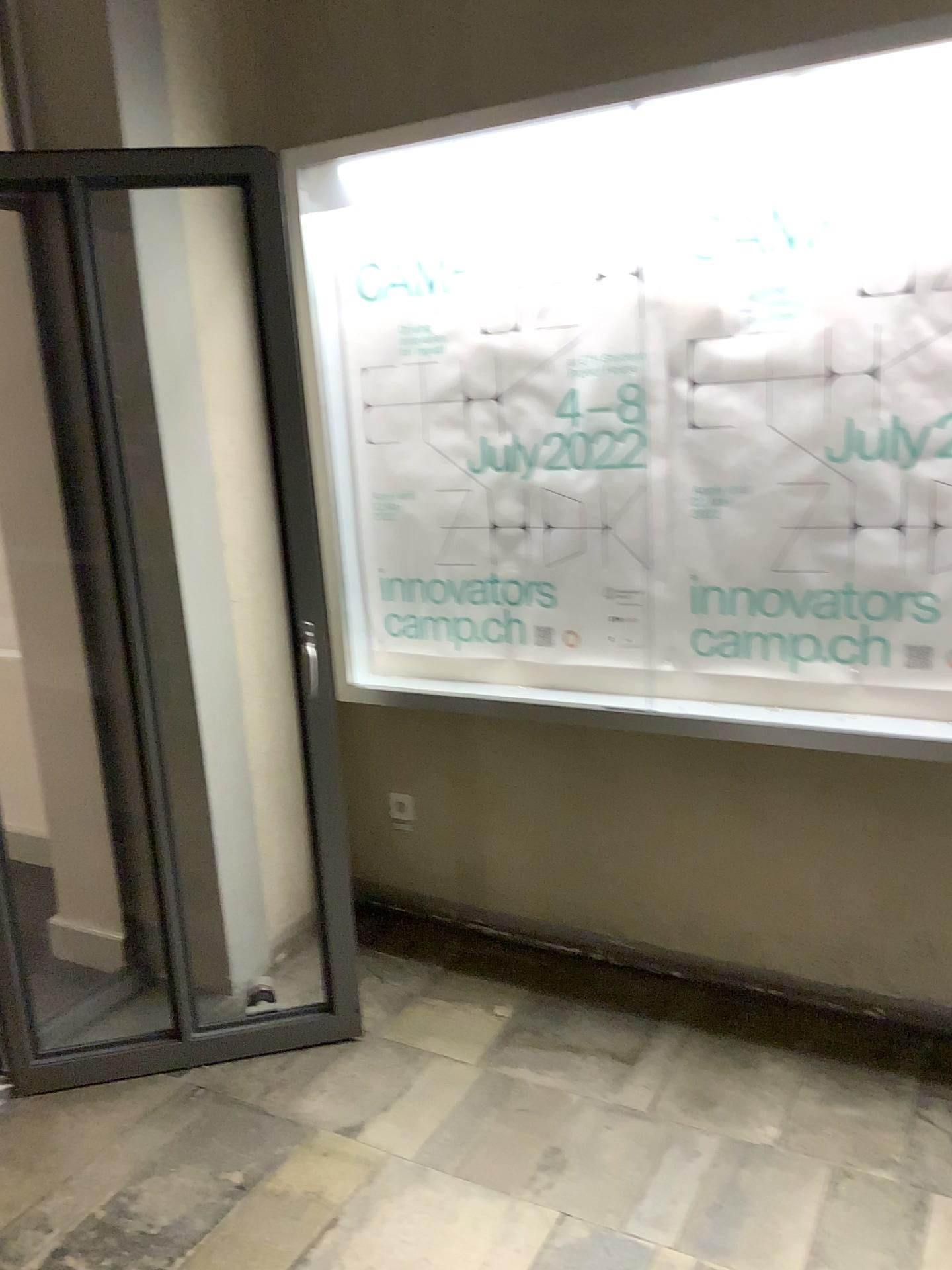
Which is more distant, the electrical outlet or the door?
the electrical outlet

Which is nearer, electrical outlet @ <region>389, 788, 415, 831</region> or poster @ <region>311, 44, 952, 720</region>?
poster @ <region>311, 44, 952, 720</region>

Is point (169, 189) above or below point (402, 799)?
above

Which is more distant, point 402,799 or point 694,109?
point 402,799

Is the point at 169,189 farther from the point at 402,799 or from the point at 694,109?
the point at 402,799

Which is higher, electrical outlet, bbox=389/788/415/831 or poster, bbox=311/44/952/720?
poster, bbox=311/44/952/720

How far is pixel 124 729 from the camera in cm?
251
